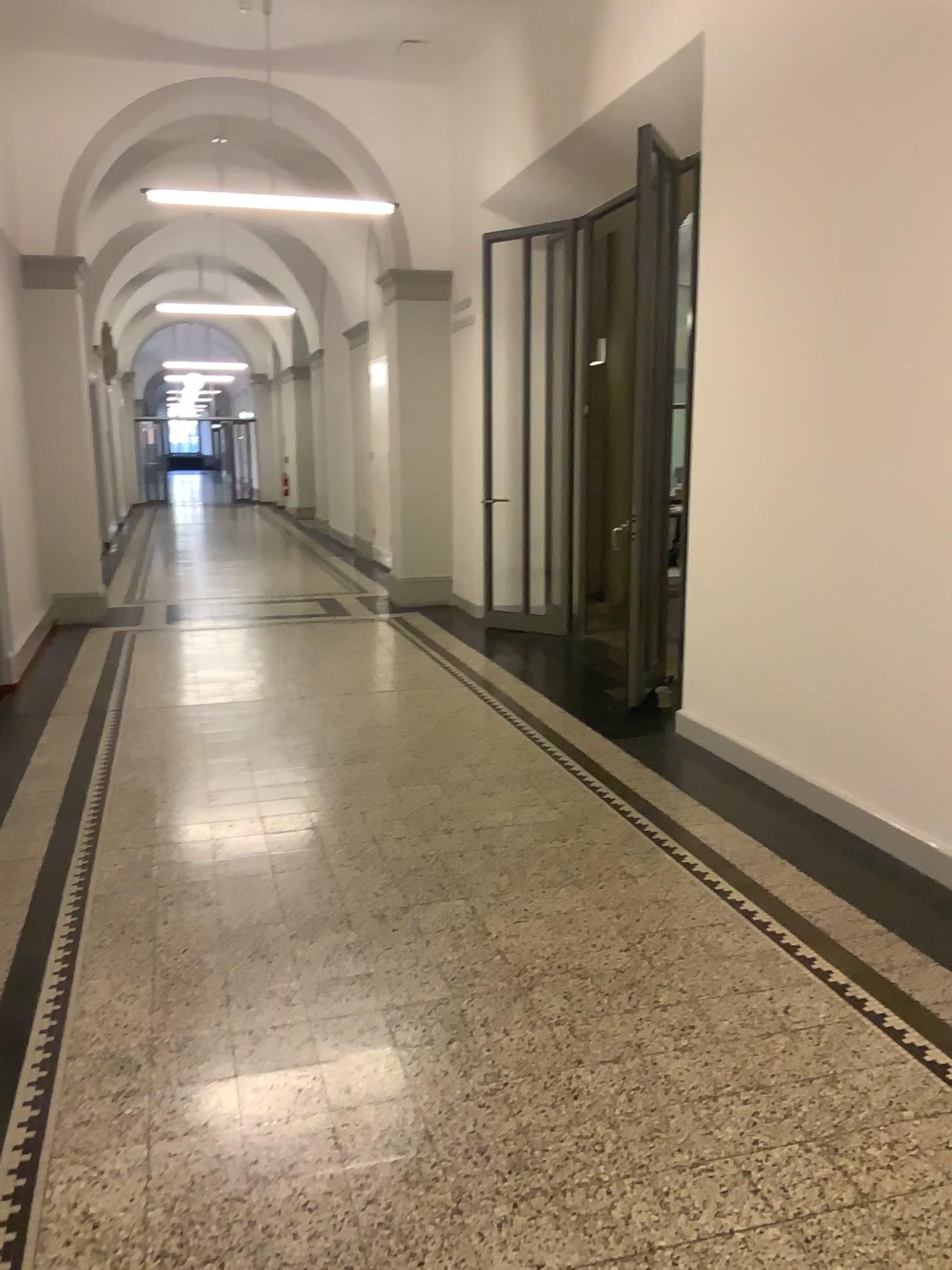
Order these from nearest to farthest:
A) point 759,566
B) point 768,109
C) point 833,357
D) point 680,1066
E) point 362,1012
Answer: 1. point 680,1066
2. point 362,1012
3. point 833,357
4. point 768,109
5. point 759,566
